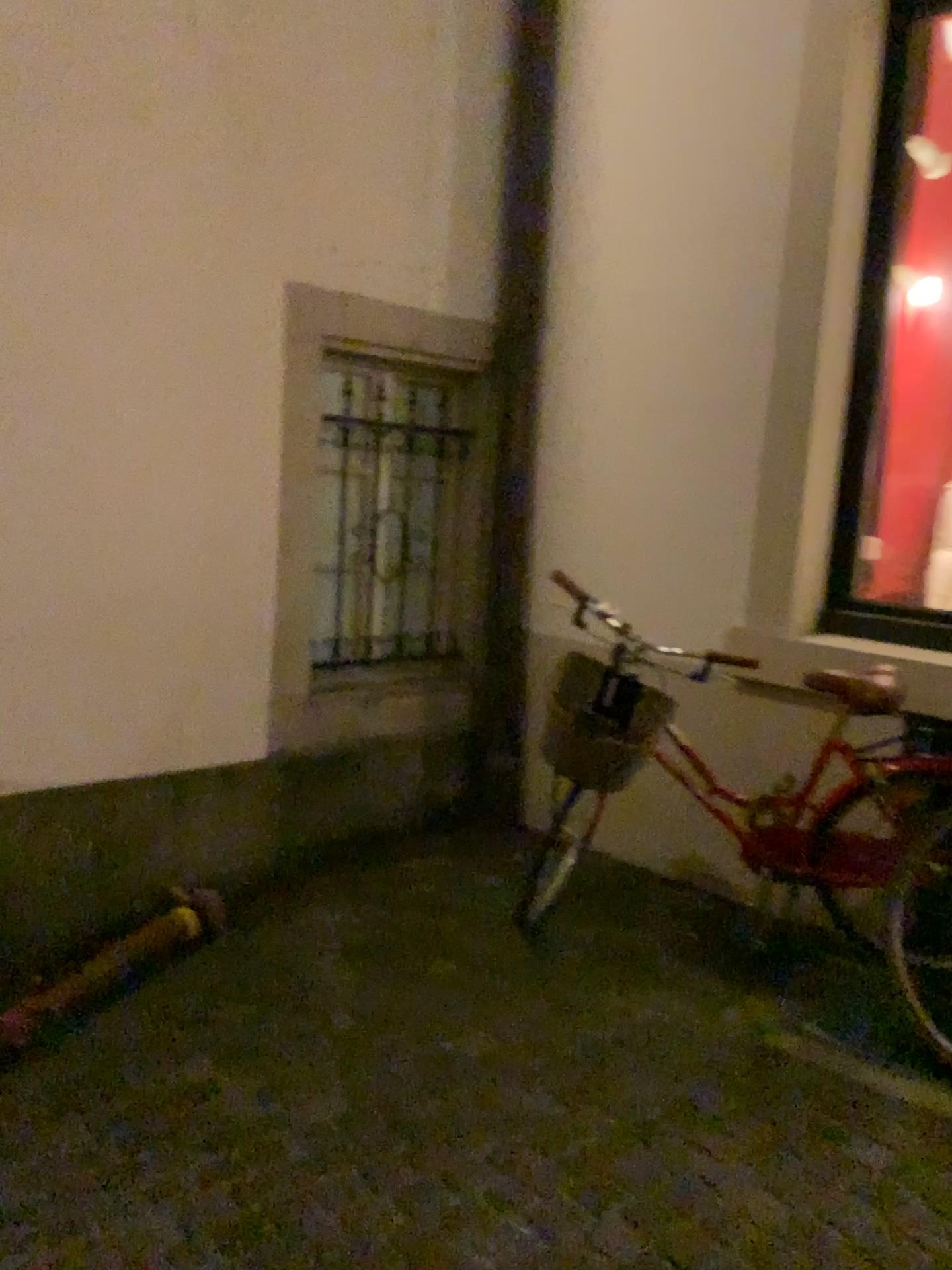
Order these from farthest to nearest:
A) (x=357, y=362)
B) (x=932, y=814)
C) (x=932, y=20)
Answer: (x=357, y=362) < (x=932, y=20) < (x=932, y=814)

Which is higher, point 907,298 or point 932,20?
point 932,20

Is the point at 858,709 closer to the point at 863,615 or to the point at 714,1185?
the point at 863,615

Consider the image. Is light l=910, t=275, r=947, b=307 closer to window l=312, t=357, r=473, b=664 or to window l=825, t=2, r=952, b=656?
window l=825, t=2, r=952, b=656

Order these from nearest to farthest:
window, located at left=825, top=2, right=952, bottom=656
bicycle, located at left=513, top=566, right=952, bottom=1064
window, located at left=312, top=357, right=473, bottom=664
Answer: bicycle, located at left=513, top=566, right=952, bottom=1064, window, located at left=825, top=2, right=952, bottom=656, window, located at left=312, top=357, right=473, bottom=664

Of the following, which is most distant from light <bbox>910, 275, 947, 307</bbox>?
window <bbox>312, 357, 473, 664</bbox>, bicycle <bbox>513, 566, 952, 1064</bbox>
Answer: window <bbox>312, 357, 473, 664</bbox>

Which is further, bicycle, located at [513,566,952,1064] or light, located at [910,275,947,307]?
light, located at [910,275,947,307]

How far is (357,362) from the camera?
4.0m

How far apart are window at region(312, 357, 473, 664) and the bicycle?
1.2 meters

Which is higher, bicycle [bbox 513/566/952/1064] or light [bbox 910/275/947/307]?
light [bbox 910/275/947/307]
